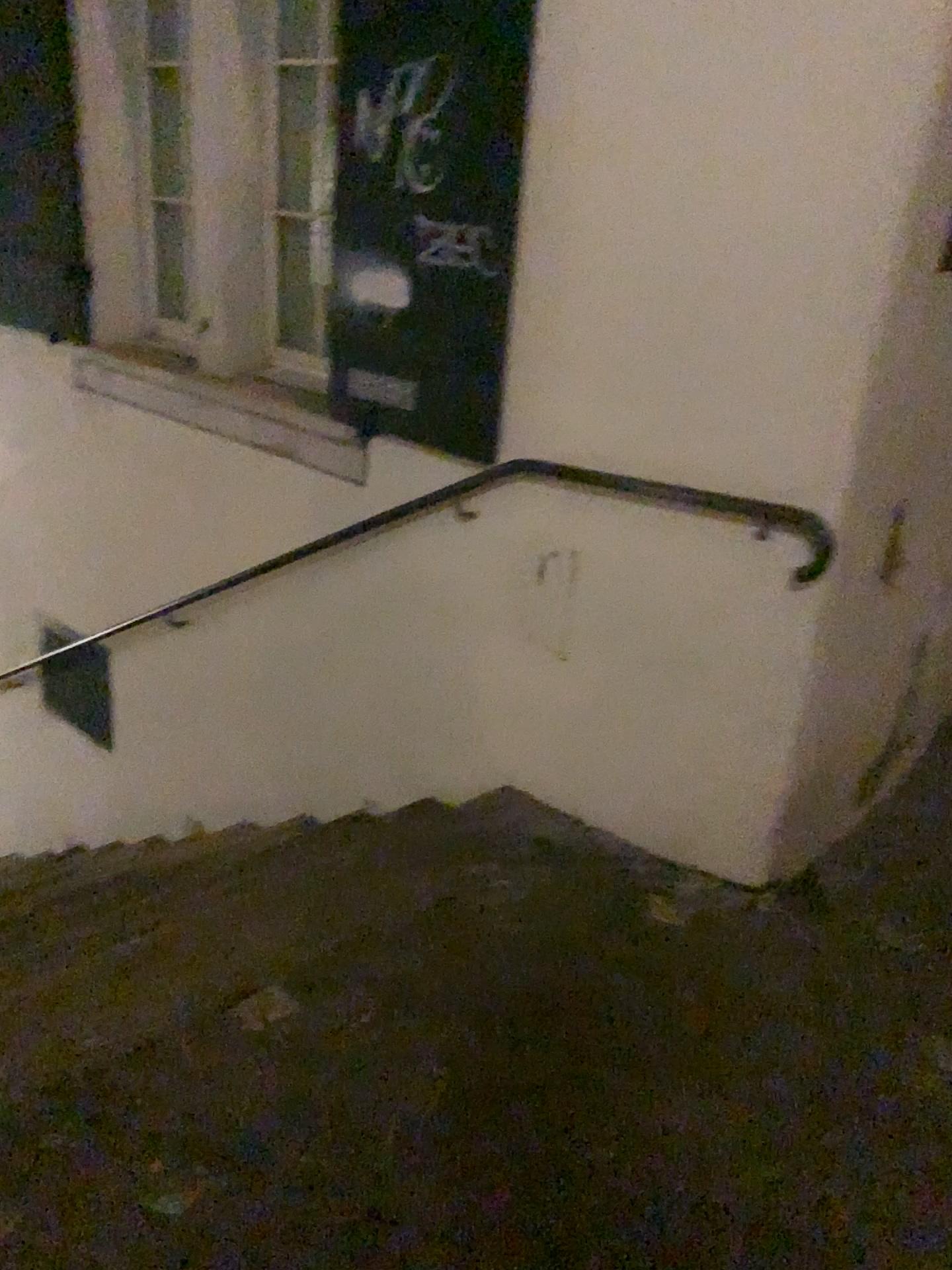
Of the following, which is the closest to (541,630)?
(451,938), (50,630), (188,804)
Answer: (451,938)

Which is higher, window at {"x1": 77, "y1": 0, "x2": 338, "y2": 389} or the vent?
window at {"x1": 77, "y1": 0, "x2": 338, "y2": 389}

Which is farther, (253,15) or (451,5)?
(253,15)

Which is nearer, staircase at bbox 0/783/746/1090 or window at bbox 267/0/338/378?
staircase at bbox 0/783/746/1090

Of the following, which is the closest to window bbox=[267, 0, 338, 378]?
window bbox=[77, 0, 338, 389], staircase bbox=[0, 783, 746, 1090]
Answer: window bbox=[77, 0, 338, 389]

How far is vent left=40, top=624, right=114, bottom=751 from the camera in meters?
4.5

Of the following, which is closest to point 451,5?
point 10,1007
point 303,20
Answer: point 303,20

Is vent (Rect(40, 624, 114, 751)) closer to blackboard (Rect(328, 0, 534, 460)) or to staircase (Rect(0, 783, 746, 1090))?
staircase (Rect(0, 783, 746, 1090))

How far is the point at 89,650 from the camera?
4.5m

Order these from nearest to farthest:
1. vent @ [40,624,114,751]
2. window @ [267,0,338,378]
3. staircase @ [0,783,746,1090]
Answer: staircase @ [0,783,746,1090] → window @ [267,0,338,378] → vent @ [40,624,114,751]
